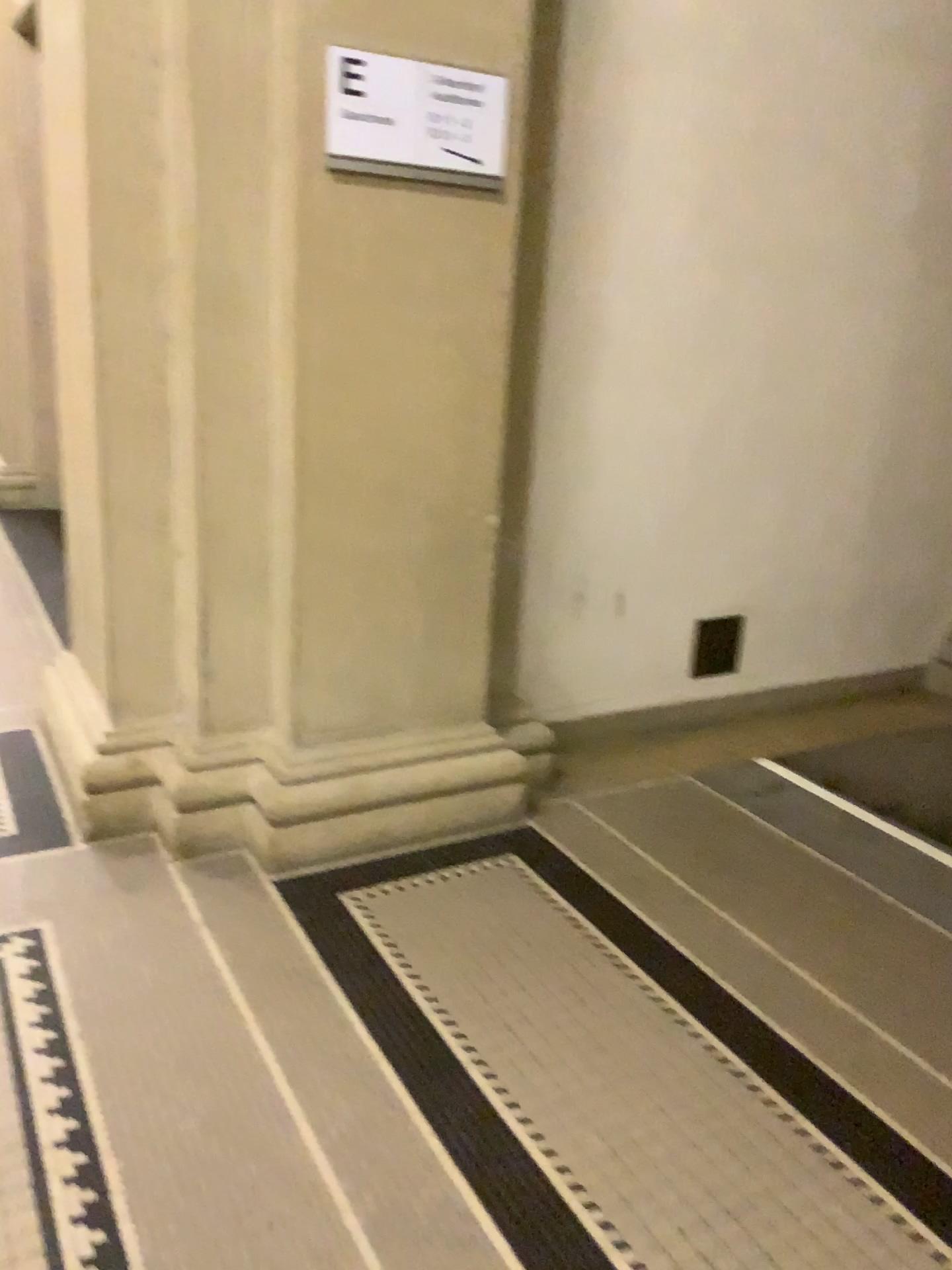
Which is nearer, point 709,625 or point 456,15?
point 456,15

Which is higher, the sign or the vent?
the sign

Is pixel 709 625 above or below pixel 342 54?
below

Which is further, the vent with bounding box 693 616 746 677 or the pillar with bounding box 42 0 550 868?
the vent with bounding box 693 616 746 677

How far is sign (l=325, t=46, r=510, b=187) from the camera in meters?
2.2

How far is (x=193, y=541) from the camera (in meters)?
2.52

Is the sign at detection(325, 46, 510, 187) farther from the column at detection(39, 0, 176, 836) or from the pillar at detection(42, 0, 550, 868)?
the column at detection(39, 0, 176, 836)

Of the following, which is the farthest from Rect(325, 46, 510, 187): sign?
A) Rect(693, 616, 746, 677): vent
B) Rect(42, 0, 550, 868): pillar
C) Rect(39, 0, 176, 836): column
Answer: Rect(693, 616, 746, 677): vent

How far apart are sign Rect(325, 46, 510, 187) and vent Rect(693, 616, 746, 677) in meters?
1.6

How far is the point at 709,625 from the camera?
3.4m
